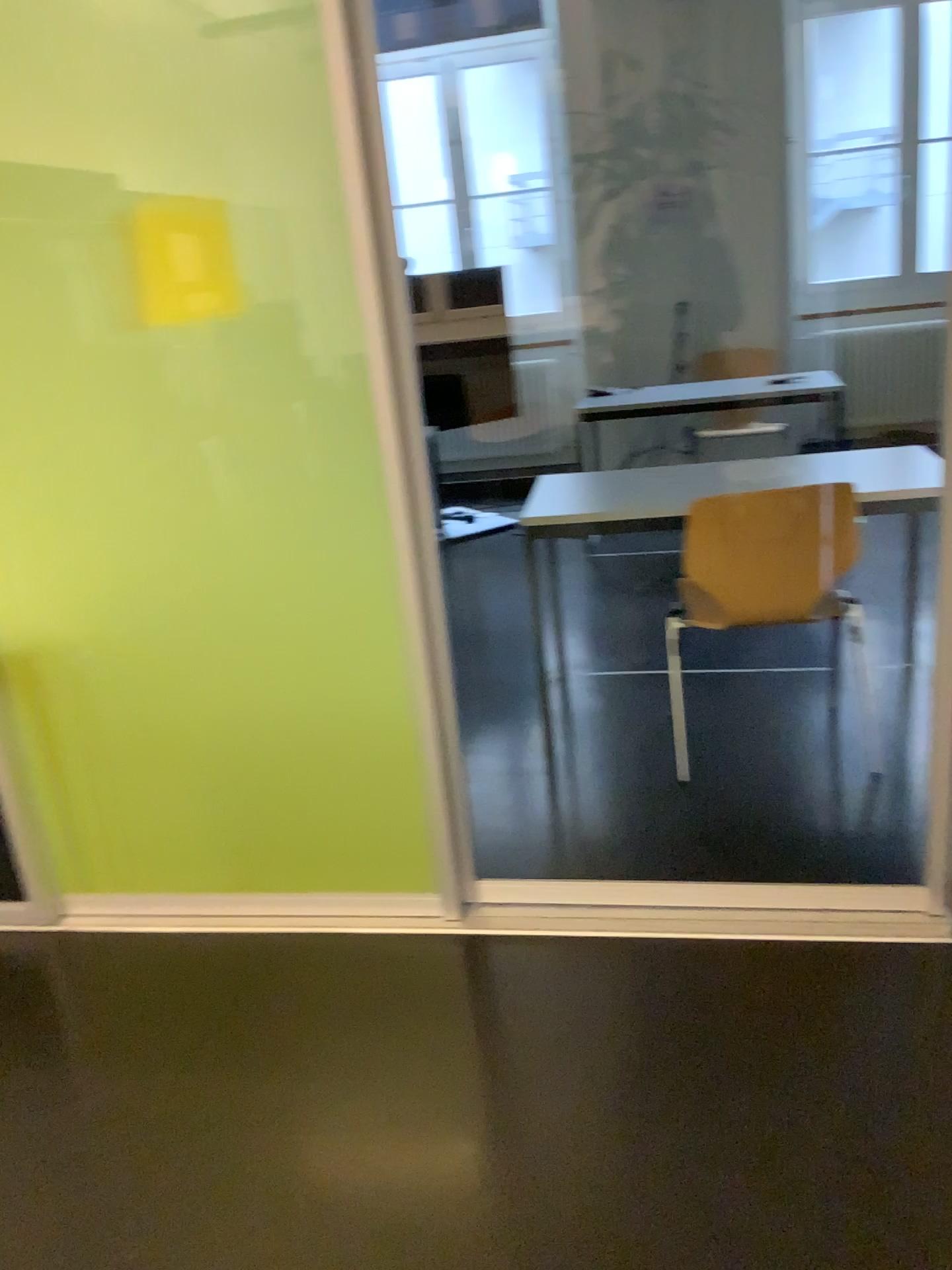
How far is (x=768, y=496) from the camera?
2.72m

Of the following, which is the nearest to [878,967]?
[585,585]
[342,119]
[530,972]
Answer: [530,972]

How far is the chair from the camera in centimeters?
272cm
